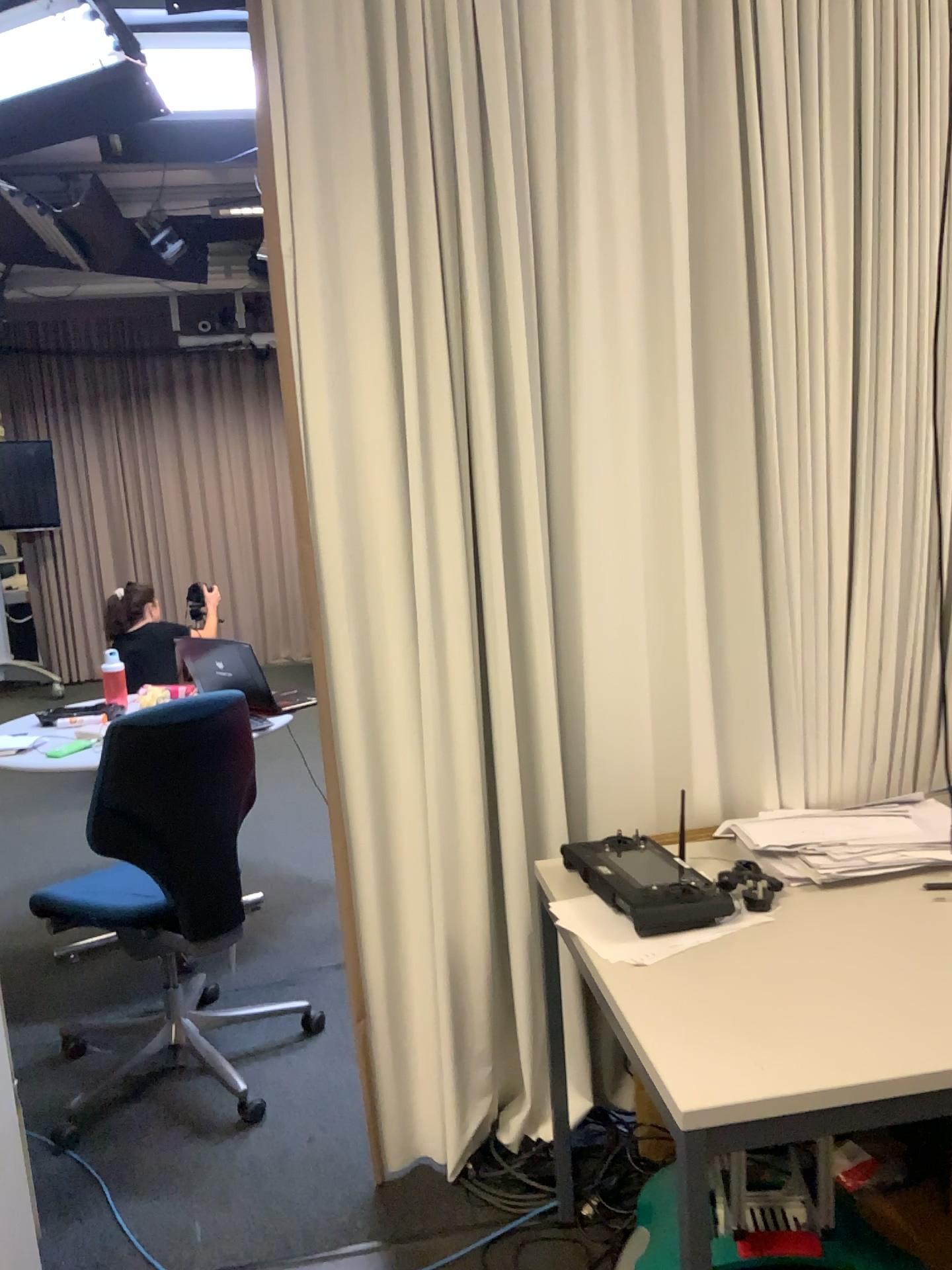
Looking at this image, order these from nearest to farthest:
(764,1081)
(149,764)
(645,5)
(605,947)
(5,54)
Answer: (764,1081) < (605,947) < (645,5) < (149,764) < (5,54)

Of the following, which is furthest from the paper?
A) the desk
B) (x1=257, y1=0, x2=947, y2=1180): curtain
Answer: (x1=257, y1=0, x2=947, y2=1180): curtain

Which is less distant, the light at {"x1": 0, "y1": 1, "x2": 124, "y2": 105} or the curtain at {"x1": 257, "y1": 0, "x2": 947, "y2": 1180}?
the curtain at {"x1": 257, "y1": 0, "x2": 947, "y2": 1180}

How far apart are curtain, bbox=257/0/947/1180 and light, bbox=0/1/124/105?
2.1m

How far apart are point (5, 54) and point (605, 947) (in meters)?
3.52

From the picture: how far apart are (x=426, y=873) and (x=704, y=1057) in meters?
0.9

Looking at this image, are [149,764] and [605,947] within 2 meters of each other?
yes

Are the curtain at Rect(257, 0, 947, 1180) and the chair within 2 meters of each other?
yes

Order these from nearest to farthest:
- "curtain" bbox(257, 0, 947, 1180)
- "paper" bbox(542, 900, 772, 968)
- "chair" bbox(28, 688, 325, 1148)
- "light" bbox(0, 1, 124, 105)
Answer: "paper" bbox(542, 900, 772, 968), "curtain" bbox(257, 0, 947, 1180), "chair" bbox(28, 688, 325, 1148), "light" bbox(0, 1, 124, 105)

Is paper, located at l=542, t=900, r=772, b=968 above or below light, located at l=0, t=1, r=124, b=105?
below
